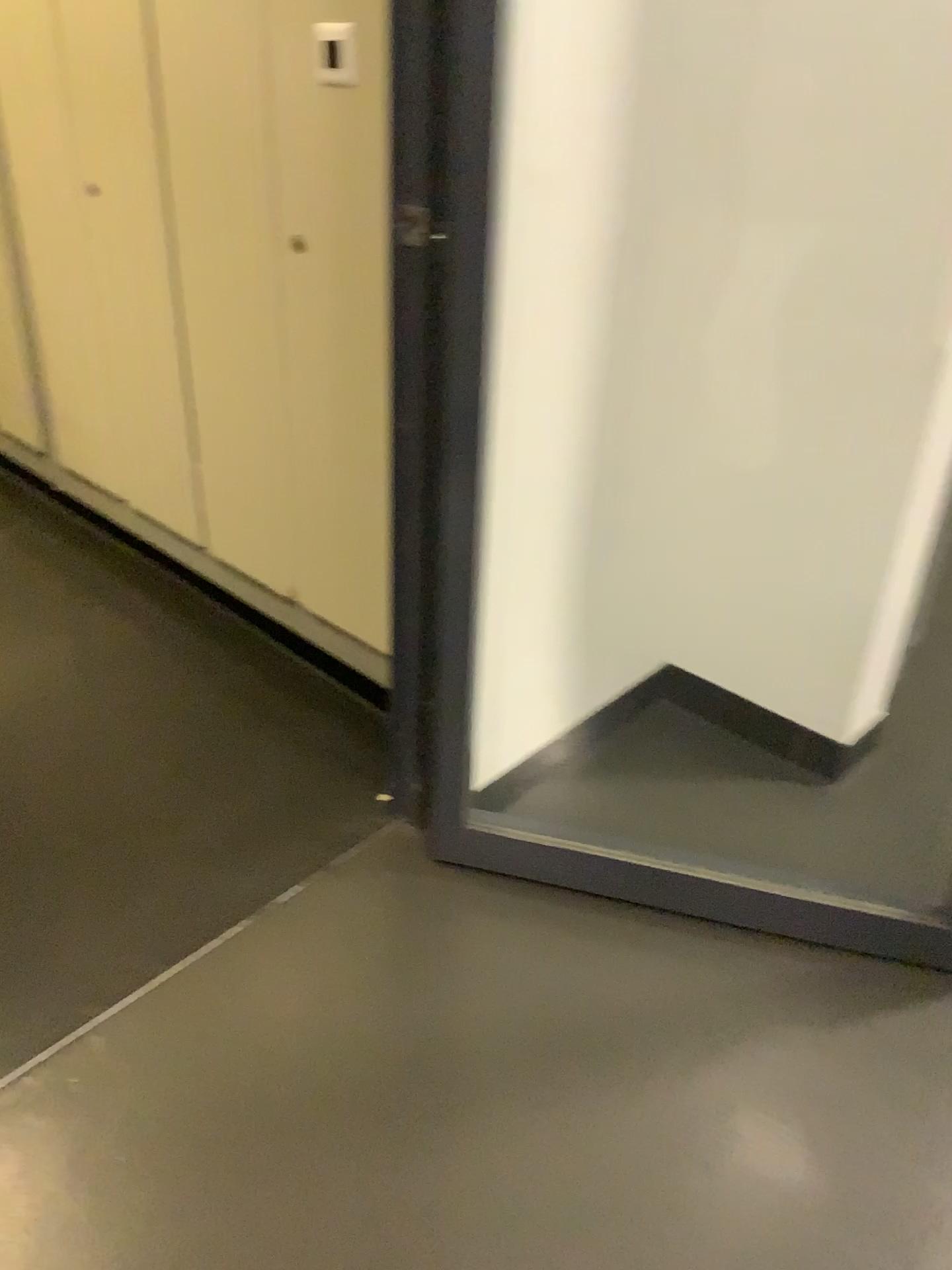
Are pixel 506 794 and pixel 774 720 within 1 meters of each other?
yes

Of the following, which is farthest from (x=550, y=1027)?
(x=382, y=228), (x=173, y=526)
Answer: Result: (x=173, y=526)

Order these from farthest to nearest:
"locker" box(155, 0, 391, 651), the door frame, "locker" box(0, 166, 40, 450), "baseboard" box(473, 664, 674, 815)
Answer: "locker" box(0, 166, 40, 450) < "baseboard" box(473, 664, 674, 815) < "locker" box(155, 0, 391, 651) < the door frame

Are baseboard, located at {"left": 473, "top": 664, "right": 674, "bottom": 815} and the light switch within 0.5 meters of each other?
no

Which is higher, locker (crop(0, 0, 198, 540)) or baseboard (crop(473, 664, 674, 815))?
locker (crop(0, 0, 198, 540))

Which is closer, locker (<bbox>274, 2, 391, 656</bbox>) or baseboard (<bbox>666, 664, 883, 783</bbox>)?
locker (<bbox>274, 2, 391, 656</bbox>)

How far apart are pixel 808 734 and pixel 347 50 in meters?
1.6 m

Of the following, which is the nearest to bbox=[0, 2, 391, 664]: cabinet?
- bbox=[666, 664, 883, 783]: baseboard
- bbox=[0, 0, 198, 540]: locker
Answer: bbox=[0, 0, 198, 540]: locker

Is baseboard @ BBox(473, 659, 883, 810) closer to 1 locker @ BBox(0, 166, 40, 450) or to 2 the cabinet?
2 the cabinet

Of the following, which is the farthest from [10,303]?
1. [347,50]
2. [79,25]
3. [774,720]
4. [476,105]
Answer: [774,720]
